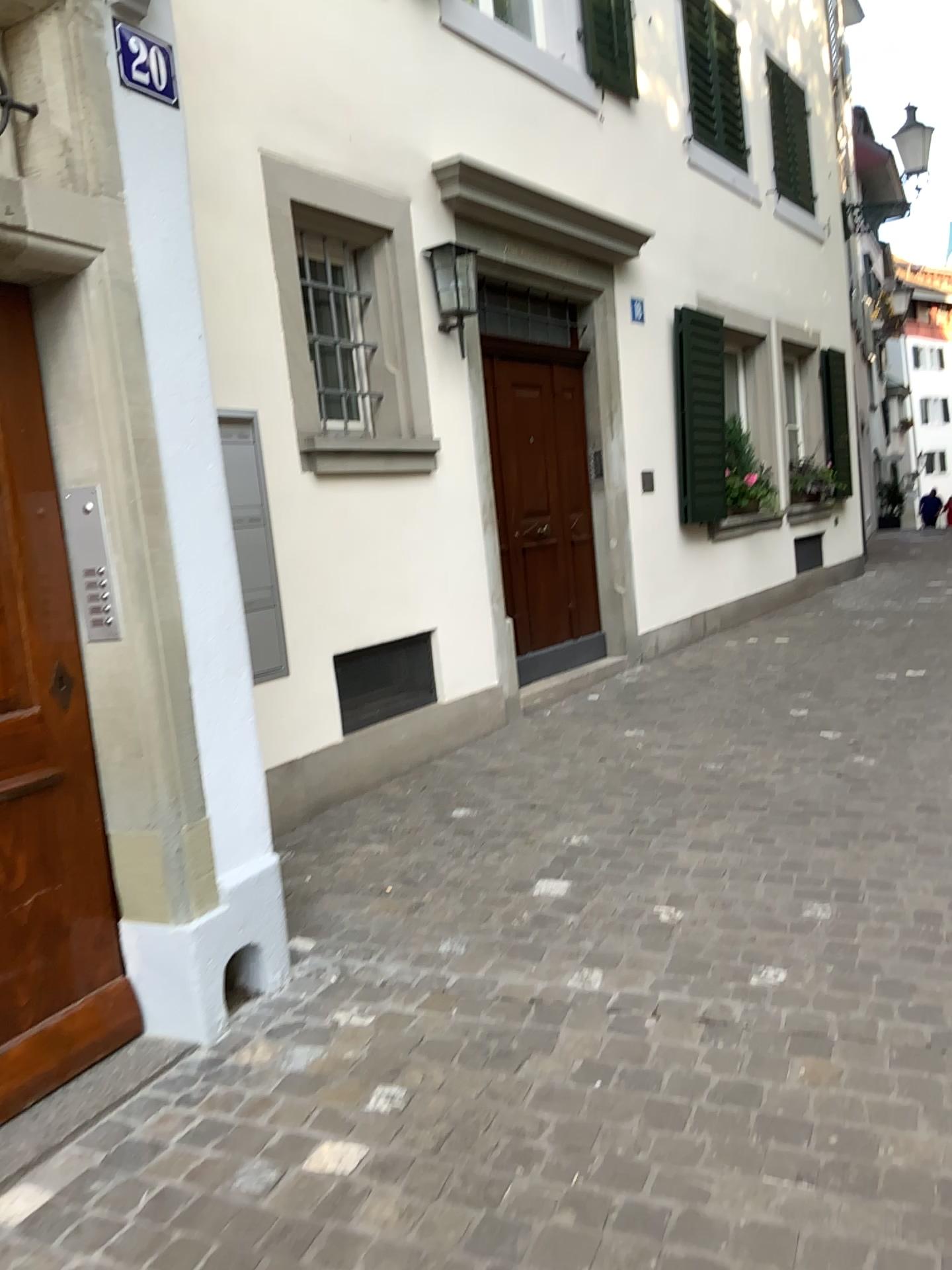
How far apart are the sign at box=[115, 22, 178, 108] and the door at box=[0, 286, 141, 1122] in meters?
0.6 m

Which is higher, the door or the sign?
the sign

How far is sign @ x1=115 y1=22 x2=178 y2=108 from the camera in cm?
254

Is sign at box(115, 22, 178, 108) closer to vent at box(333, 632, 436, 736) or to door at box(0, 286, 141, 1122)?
door at box(0, 286, 141, 1122)

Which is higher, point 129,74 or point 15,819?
point 129,74

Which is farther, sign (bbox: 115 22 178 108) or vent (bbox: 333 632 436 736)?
vent (bbox: 333 632 436 736)

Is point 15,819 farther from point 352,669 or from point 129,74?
point 352,669

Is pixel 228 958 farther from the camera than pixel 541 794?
No

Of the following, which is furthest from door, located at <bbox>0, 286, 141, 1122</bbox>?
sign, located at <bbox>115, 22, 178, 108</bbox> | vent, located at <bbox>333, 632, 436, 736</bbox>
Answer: vent, located at <bbox>333, 632, 436, 736</bbox>

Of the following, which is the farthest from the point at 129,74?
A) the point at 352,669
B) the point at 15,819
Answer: the point at 352,669
